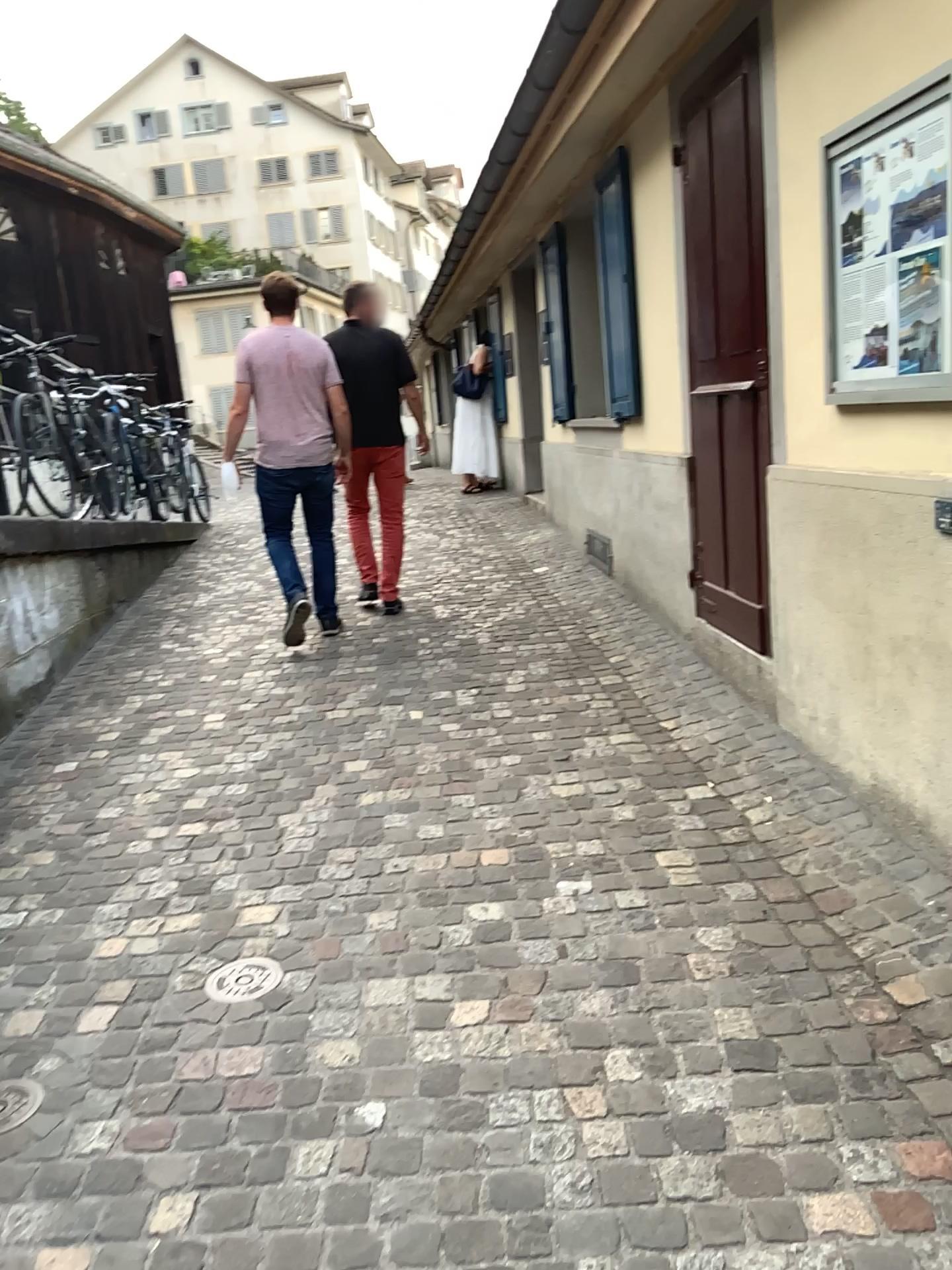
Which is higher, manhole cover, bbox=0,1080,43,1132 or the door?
the door

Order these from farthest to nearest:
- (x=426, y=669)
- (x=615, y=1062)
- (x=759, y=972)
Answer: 1. (x=426, y=669)
2. (x=759, y=972)
3. (x=615, y=1062)

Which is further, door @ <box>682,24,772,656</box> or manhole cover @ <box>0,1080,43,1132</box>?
door @ <box>682,24,772,656</box>

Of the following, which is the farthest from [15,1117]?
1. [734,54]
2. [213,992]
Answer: [734,54]

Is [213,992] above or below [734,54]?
below

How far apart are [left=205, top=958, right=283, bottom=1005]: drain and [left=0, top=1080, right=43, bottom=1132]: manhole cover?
0.4m

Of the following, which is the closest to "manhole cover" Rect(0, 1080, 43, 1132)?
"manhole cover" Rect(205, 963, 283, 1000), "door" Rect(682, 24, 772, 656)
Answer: "manhole cover" Rect(205, 963, 283, 1000)

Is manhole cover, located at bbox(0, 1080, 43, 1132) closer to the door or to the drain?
the drain

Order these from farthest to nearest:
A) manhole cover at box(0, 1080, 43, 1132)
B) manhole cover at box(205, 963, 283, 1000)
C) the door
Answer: the door, manhole cover at box(205, 963, 283, 1000), manhole cover at box(0, 1080, 43, 1132)

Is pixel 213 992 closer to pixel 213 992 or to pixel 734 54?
pixel 213 992
